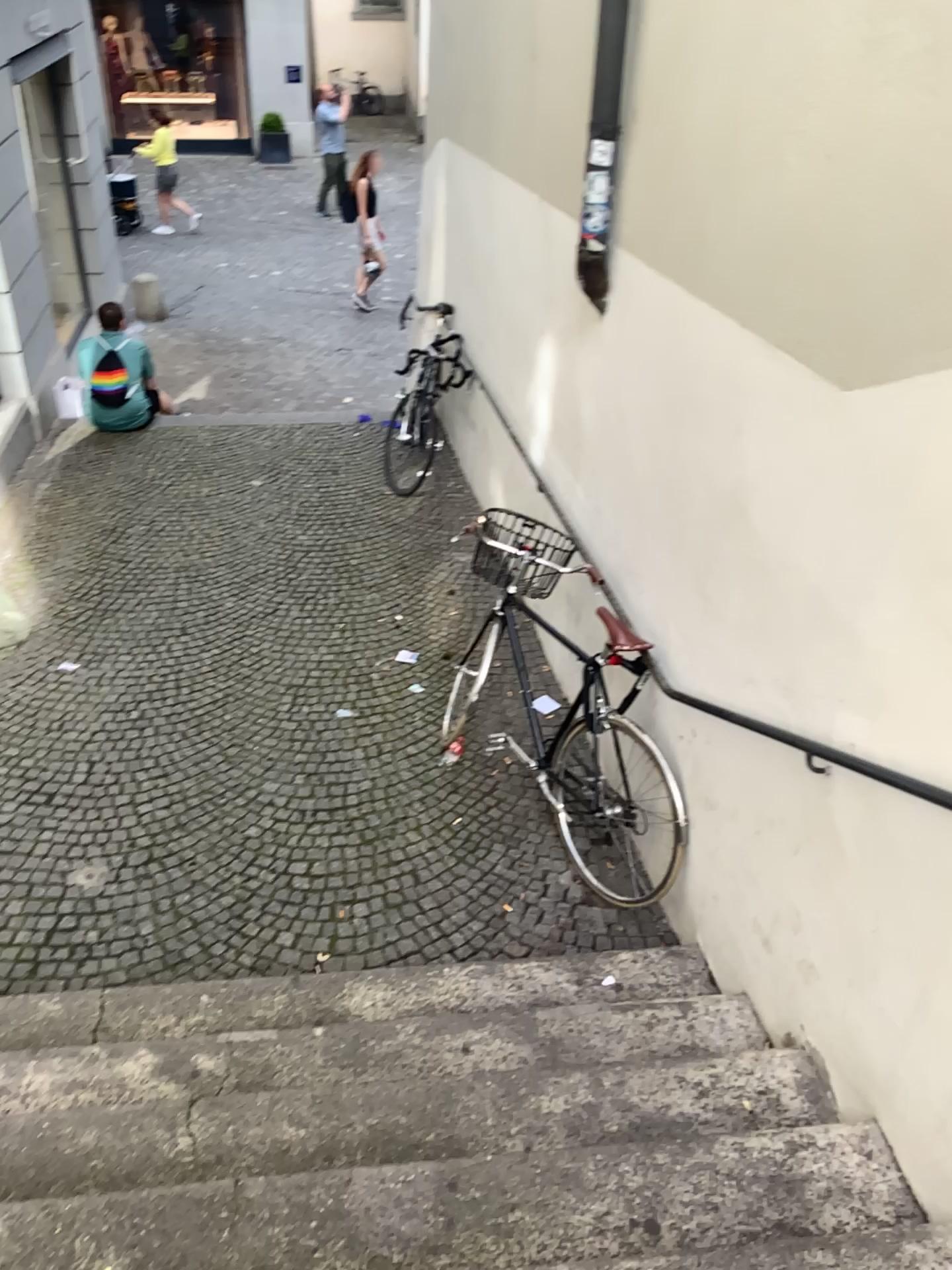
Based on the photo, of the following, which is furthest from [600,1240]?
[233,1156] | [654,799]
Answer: [654,799]

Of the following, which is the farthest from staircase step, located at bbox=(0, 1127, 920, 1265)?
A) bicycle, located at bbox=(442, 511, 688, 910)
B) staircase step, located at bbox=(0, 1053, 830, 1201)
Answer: bicycle, located at bbox=(442, 511, 688, 910)

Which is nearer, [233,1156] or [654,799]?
[233,1156]

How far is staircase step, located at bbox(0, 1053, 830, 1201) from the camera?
2.28m

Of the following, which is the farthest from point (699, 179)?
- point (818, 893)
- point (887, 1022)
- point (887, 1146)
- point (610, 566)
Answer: point (887, 1146)

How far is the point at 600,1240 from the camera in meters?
2.0

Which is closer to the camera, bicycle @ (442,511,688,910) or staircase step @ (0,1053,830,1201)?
staircase step @ (0,1053,830,1201)

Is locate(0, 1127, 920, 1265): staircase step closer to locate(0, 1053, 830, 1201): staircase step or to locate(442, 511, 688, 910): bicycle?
locate(0, 1053, 830, 1201): staircase step
